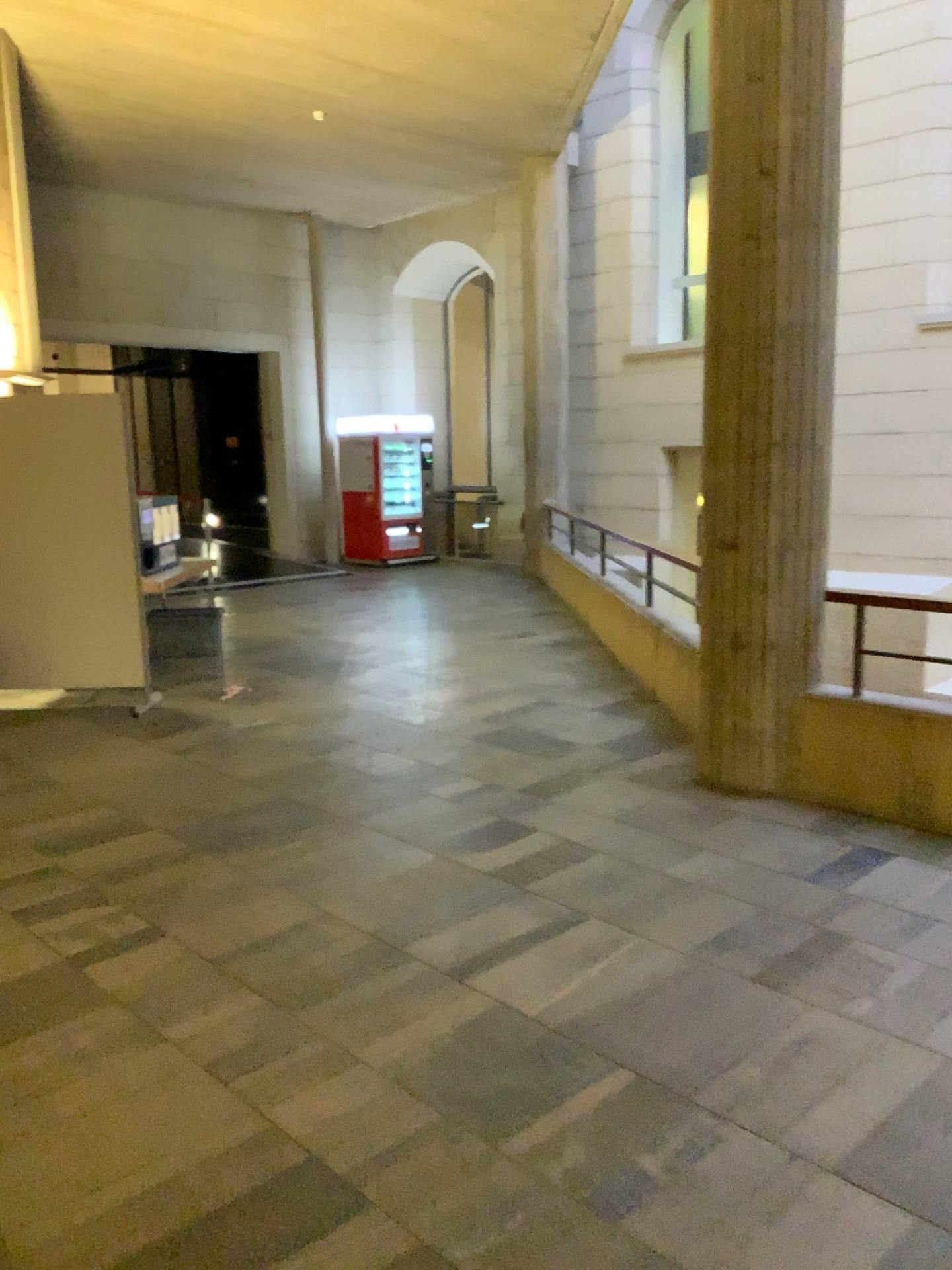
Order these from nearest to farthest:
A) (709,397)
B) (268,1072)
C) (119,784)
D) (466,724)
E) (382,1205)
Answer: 1. (382,1205)
2. (268,1072)
3. (709,397)
4. (119,784)
5. (466,724)
